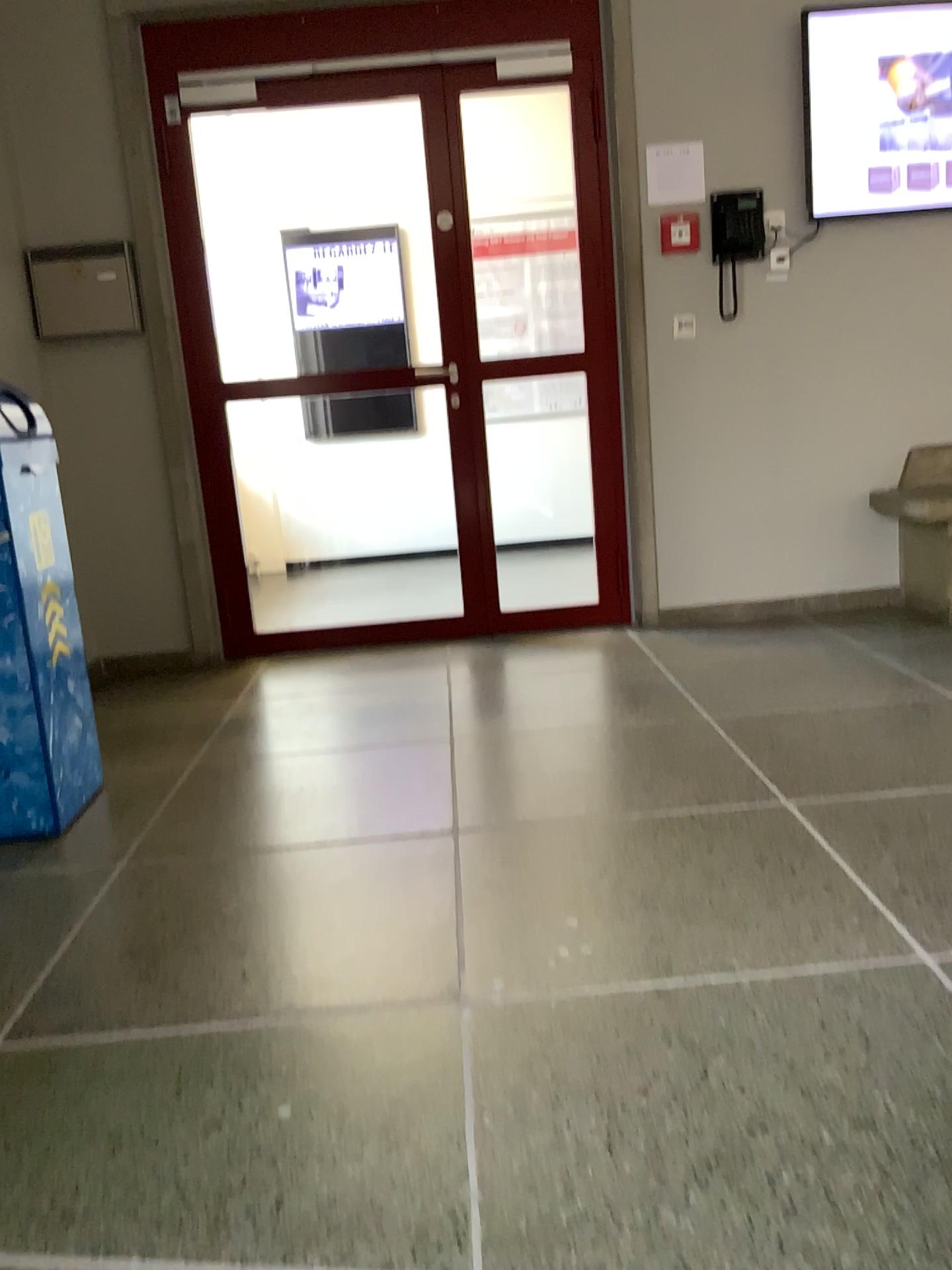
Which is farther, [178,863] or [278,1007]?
[178,863]

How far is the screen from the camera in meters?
3.8 m

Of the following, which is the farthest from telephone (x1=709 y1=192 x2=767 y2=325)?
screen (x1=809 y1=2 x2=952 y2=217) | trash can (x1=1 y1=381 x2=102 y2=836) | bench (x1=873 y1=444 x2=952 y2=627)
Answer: trash can (x1=1 y1=381 x2=102 y2=836)

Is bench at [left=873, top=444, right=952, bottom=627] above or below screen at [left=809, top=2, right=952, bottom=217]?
below

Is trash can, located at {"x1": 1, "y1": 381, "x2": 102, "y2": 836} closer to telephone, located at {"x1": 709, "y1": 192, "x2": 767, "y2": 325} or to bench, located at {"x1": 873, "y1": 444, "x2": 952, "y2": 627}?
telephone, located at {"x1": 709, "y1": 192, "x2": 767, "y2": 325}

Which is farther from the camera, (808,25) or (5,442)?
(808,25)

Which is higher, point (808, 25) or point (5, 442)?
point (808, 25)

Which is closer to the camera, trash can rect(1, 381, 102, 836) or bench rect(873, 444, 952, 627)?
trash can rect(1, 381, 102, 836)

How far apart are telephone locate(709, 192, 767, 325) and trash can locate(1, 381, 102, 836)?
2.6m

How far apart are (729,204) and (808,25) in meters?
0.7
